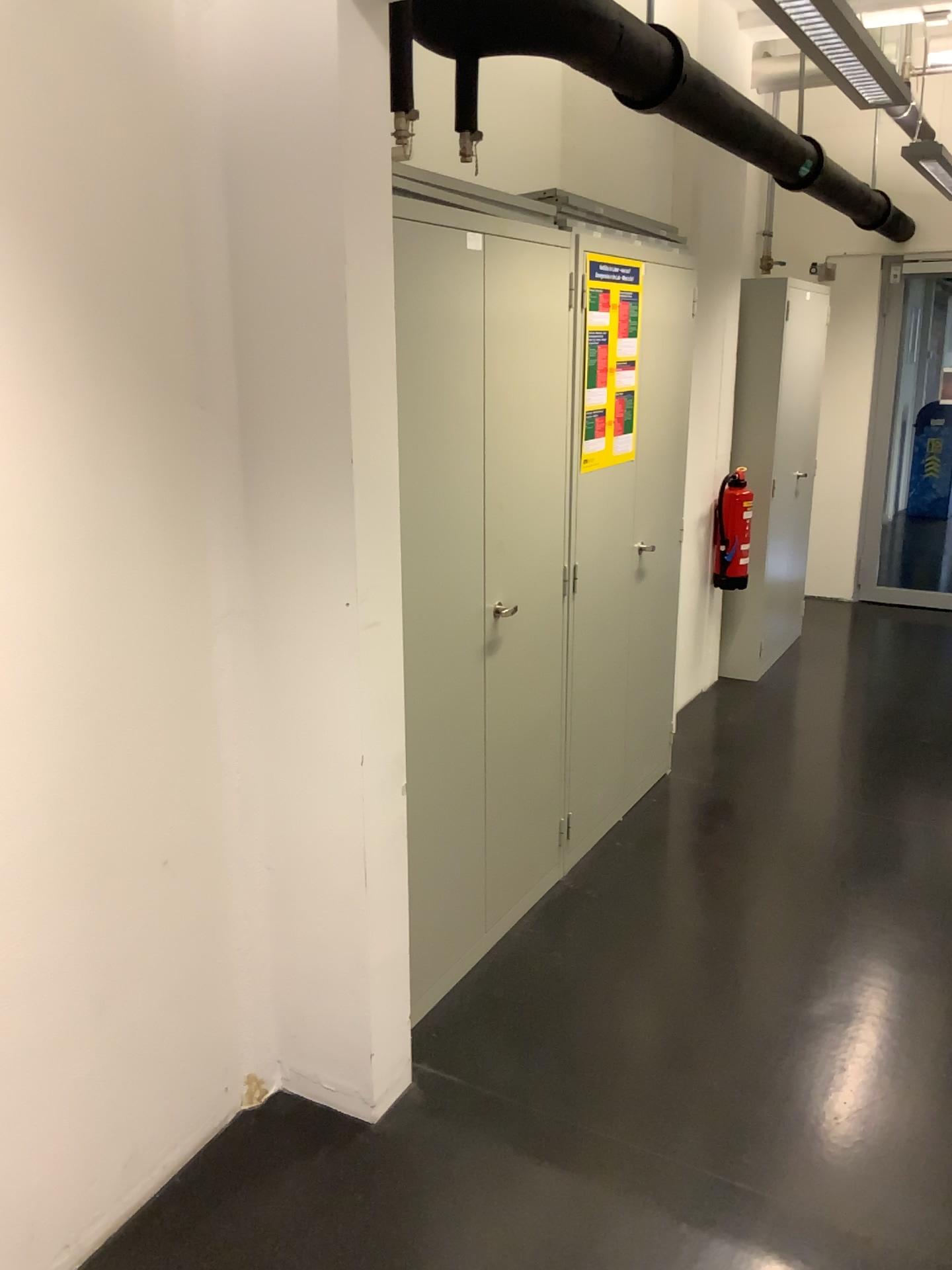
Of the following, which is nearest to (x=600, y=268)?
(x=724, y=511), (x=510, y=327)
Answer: (x=510, y=327)

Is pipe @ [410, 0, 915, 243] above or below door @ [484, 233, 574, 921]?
above

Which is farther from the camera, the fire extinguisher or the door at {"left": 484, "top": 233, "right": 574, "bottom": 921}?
the fire extinguisher

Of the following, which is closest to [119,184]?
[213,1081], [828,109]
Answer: [213,1081]

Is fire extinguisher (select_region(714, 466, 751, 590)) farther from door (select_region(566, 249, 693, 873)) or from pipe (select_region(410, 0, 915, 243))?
pipe (select_region(410, 0, 915, 243))

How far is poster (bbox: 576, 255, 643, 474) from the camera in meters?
3.0

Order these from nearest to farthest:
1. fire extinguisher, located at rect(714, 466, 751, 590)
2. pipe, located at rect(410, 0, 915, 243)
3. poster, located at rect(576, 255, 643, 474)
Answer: pipe, located at rect(410, 0, 915, 243) < poster, located at rect(576, 255, 643, 474) < fire extinguisher, located at rect(714, 466, 751, 590)

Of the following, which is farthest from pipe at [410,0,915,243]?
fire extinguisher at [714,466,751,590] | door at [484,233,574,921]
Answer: fire extinguisher at [714,466,751,590]

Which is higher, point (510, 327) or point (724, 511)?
point (510, 327)

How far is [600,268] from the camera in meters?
3.0
